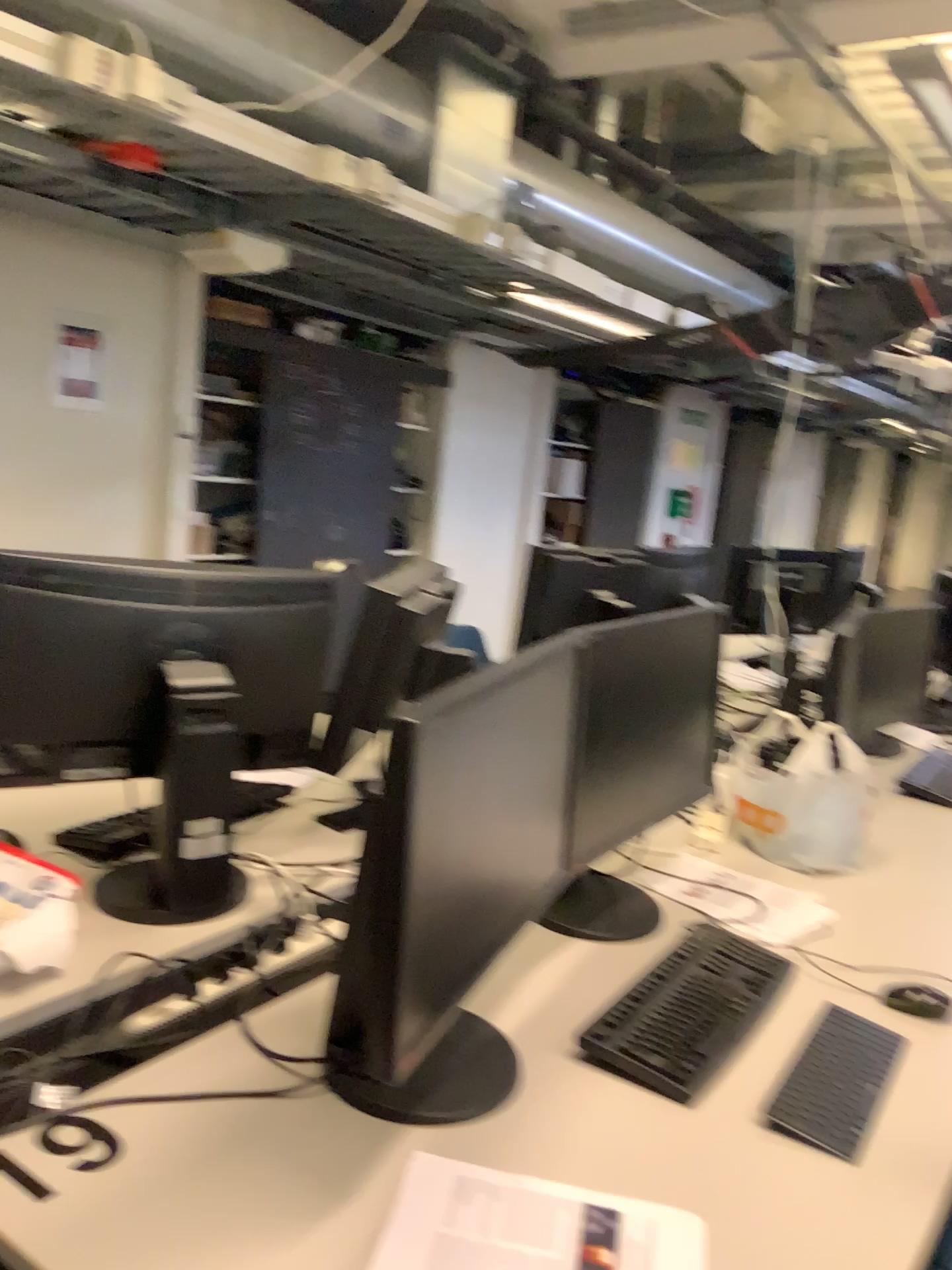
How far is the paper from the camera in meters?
1.0

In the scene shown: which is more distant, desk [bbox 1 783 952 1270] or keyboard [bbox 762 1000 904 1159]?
keyboard [bbox 762 1000 904 1159]

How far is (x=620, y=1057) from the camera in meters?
1.3 m

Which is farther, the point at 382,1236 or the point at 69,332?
the point at 69,332

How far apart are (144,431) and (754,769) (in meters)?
3.62

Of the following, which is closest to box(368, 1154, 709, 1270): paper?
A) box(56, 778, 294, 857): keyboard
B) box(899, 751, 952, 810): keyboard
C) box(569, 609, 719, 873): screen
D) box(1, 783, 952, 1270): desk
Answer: box(1, 783, 952, 1270): desk

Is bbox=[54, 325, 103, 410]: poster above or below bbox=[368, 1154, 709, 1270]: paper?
above

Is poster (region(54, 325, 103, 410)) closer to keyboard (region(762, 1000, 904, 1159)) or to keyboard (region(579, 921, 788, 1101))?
keyboard (region(579, 921, 788, 1101))

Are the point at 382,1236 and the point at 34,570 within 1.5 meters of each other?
yes

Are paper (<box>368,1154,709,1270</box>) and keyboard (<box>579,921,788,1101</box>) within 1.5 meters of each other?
yes
